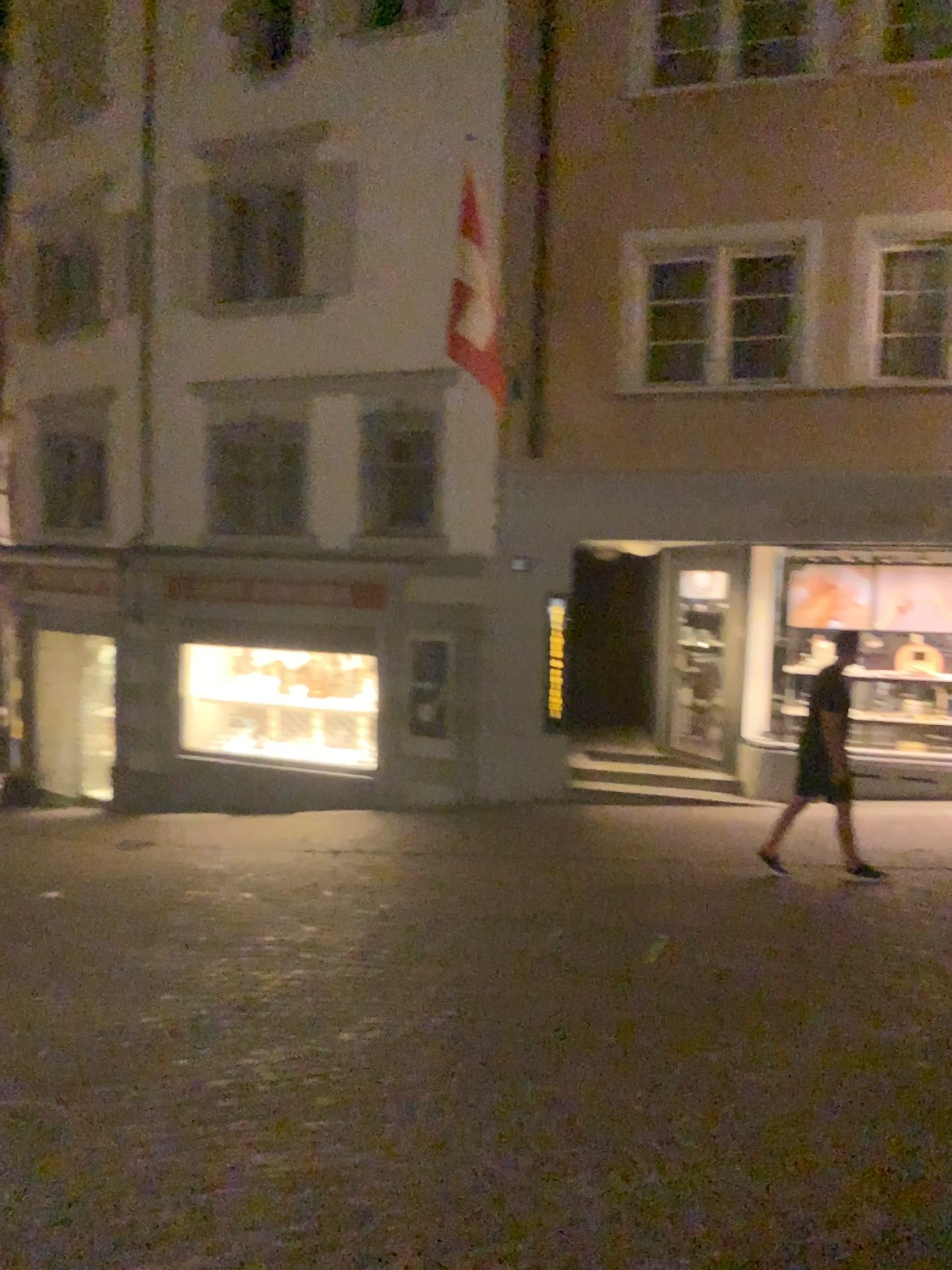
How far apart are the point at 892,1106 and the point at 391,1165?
1.8 meters
